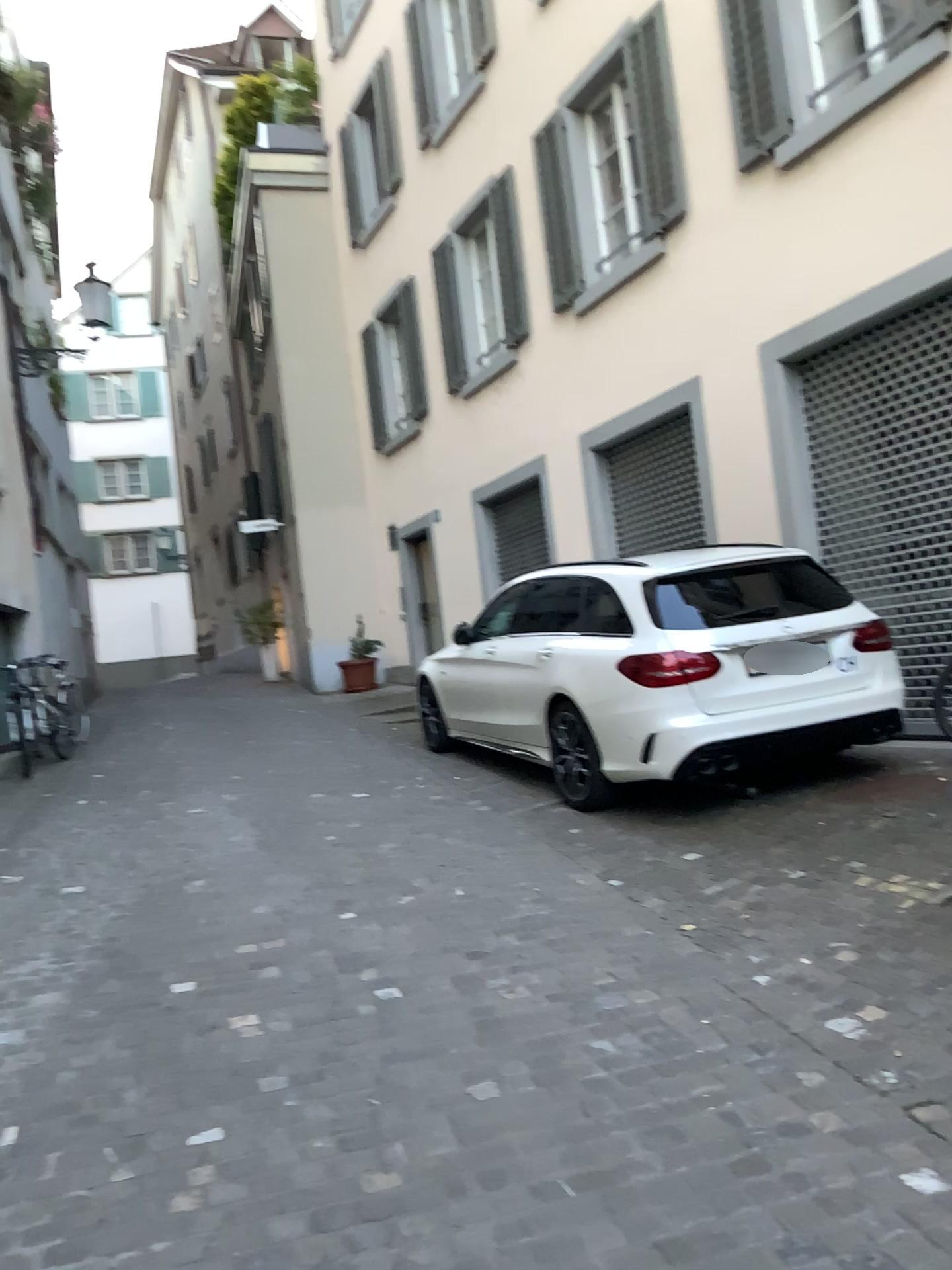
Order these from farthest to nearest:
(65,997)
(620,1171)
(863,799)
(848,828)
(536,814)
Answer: (536,814) → (863,799) → (848,828) → (65,997) → (620,1171)
